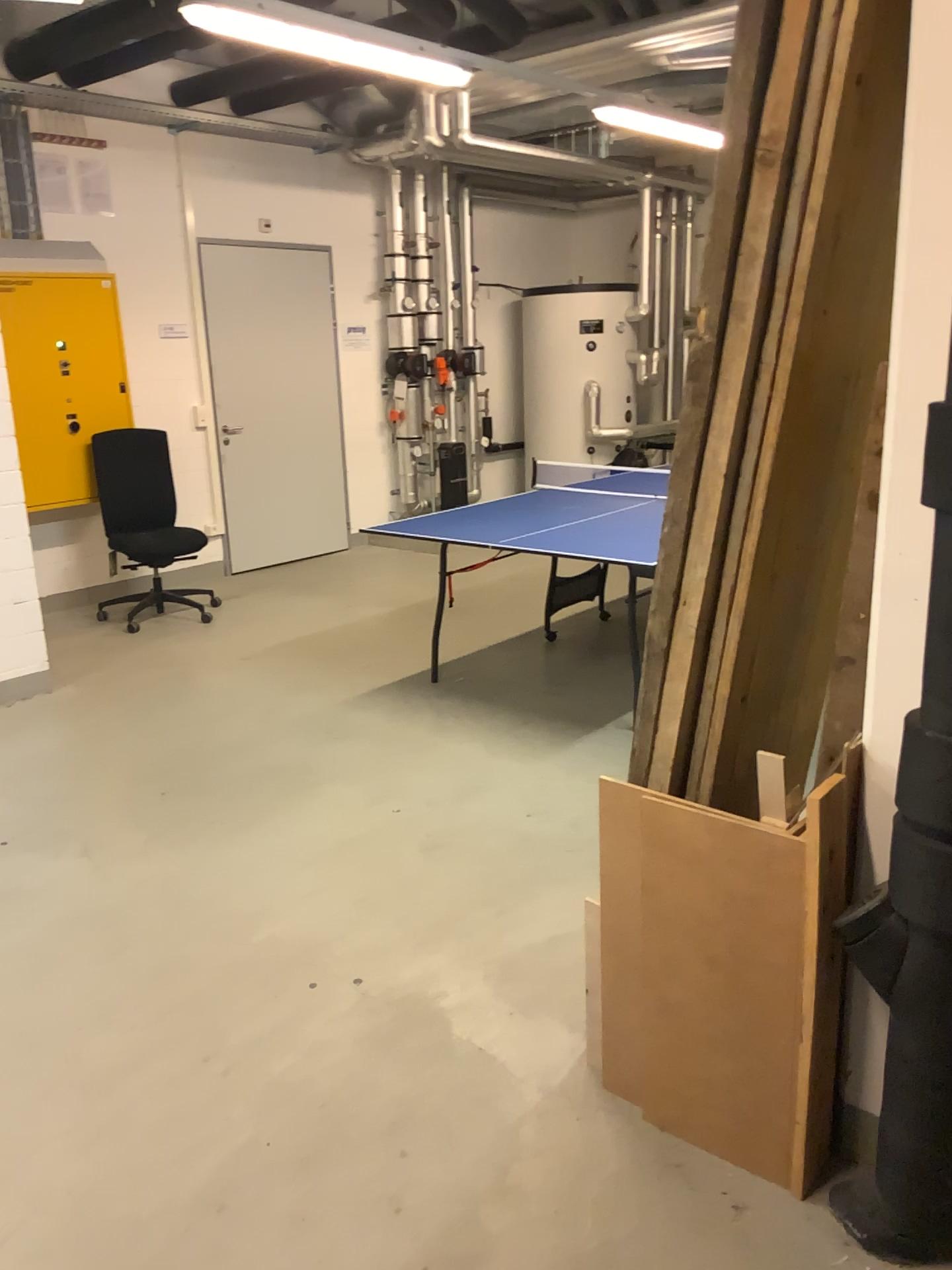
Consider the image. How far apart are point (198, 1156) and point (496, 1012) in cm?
73

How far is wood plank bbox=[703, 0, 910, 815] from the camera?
1.74m

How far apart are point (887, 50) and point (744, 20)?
0.3m

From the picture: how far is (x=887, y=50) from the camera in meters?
1.7 m

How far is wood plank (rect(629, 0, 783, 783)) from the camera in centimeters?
165cm

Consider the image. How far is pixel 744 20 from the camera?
1.6 meters
